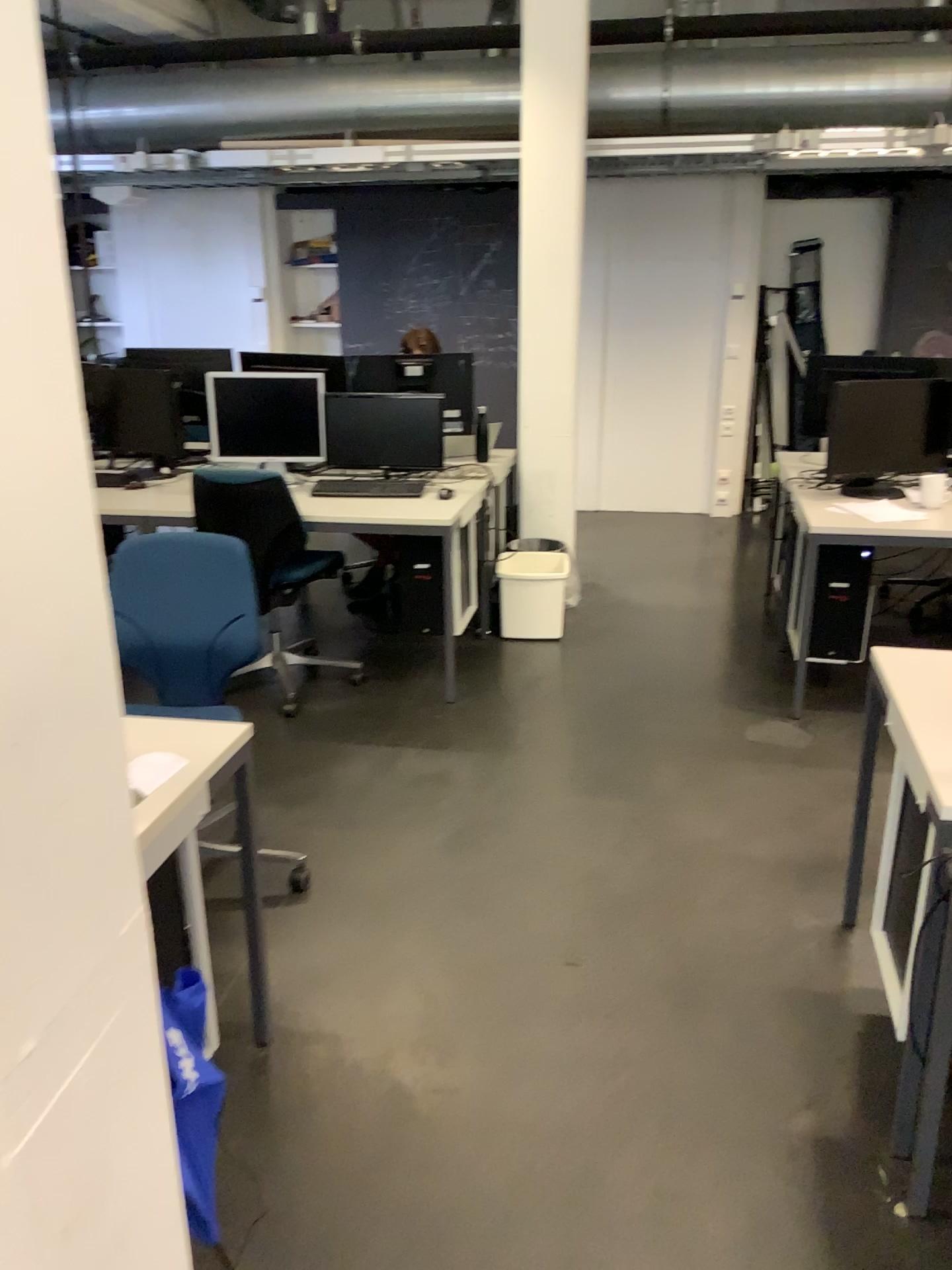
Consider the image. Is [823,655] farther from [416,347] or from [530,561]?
[416,347]

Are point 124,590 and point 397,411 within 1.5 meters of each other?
no

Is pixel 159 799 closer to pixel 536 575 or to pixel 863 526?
pixel 863 526

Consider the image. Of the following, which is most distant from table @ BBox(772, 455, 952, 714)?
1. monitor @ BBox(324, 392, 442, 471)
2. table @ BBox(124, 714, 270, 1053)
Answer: table @ BBox(124, 714, 270, 1053)

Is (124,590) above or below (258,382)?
below

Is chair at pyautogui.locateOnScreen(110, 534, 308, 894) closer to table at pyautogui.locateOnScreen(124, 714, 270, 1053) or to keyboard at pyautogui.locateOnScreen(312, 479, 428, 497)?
table at pyautogui.locateOnScreen(124, 714, 270, 1053)

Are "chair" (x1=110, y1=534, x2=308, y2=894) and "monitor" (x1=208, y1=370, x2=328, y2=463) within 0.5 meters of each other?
no

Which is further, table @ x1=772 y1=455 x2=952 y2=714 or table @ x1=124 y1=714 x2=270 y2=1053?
table @ x1=772 y1=455 x2=952 y2=714

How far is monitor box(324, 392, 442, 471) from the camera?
4.43m

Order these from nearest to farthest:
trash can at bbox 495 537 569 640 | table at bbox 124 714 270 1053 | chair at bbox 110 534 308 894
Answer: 1. table at bbox 124 714 270 1053
2. chair at bbox 110 534 308 894
3. trash can at bbox 495 537 569 640
